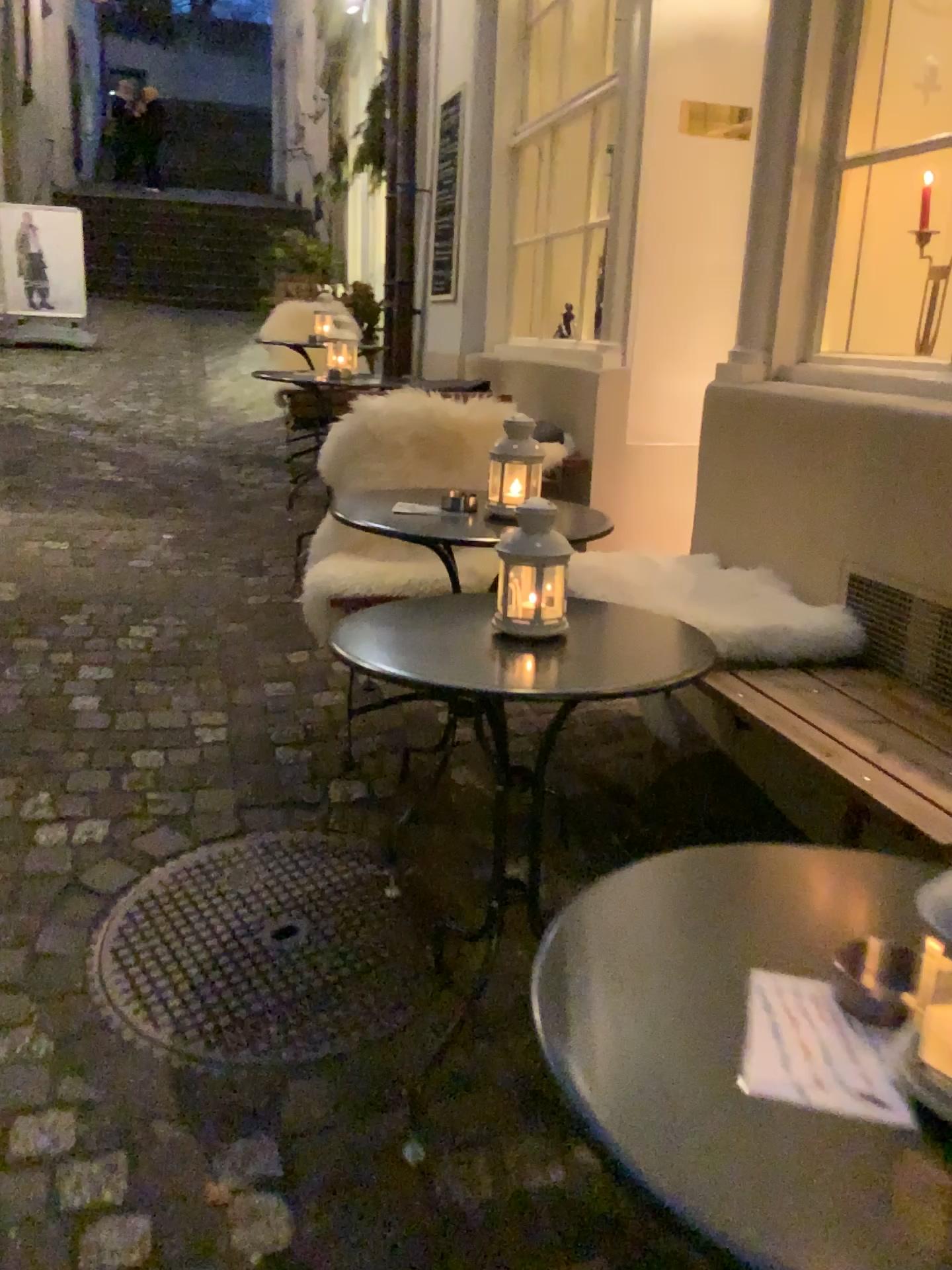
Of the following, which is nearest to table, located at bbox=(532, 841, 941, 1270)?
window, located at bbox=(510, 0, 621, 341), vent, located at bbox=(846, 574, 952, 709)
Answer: vent, located at bbox=(846, 574, 952, 709)

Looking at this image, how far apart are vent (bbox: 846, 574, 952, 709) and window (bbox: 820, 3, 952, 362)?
0.75m

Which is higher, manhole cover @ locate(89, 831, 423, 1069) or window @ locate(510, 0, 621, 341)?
window @ locate(510, 0, 621, 341)

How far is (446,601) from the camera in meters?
1.9 m

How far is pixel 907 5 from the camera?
2.55m

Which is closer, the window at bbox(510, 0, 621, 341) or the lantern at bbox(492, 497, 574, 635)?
the lantern at bbox(492, 497, 574, 635)

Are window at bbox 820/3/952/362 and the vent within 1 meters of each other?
yes

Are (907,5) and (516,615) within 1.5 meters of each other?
no

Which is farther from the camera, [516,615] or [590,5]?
[590,5]

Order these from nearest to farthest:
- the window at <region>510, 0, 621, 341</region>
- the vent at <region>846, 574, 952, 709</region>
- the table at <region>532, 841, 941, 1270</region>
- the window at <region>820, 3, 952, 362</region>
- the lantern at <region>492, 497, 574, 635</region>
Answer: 1. the table at <region>532, 841, 941, 1270</region>
2. the lantern at <region>492, 497, 574, 635</region>
3. the vent at <region>846, 574, 952, 709</region>
4. the window at <region>820, 3, 952, 362</region>
5. the window at <region>510, 0, 621, 341</region>
